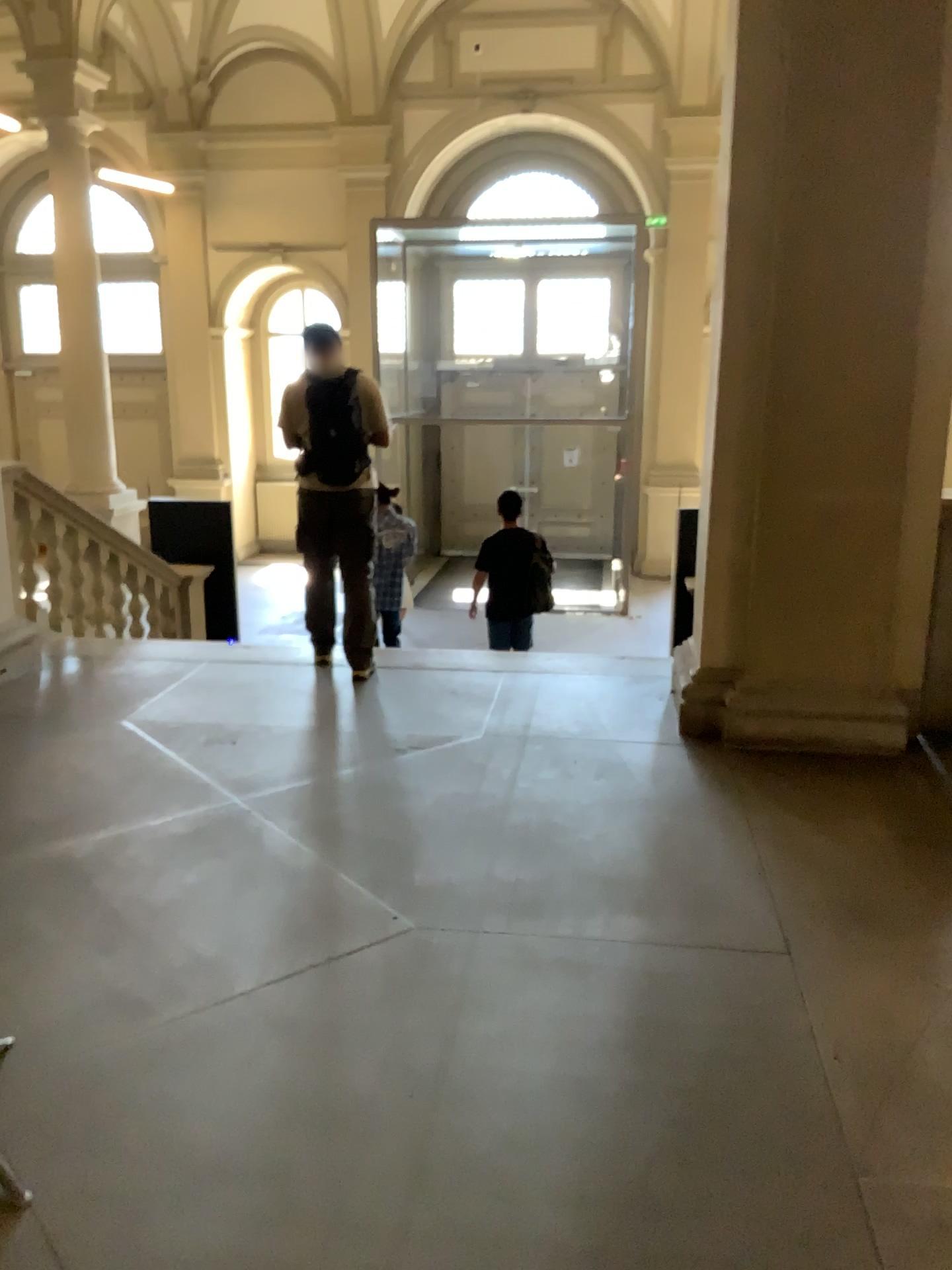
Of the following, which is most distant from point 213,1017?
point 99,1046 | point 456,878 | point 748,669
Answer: point 748,669
